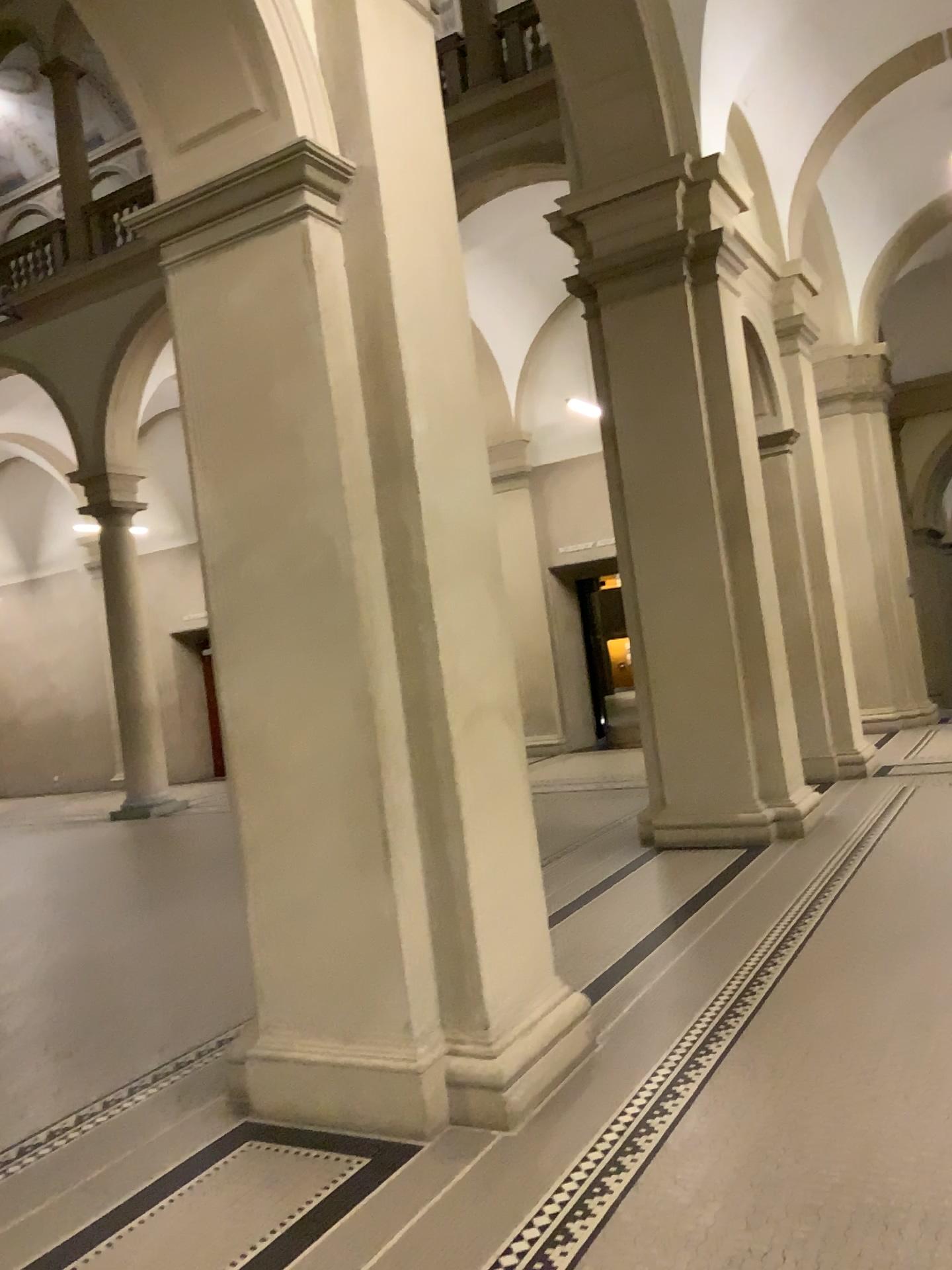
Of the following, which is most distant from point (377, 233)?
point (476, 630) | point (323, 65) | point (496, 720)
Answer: point (496, 720)
